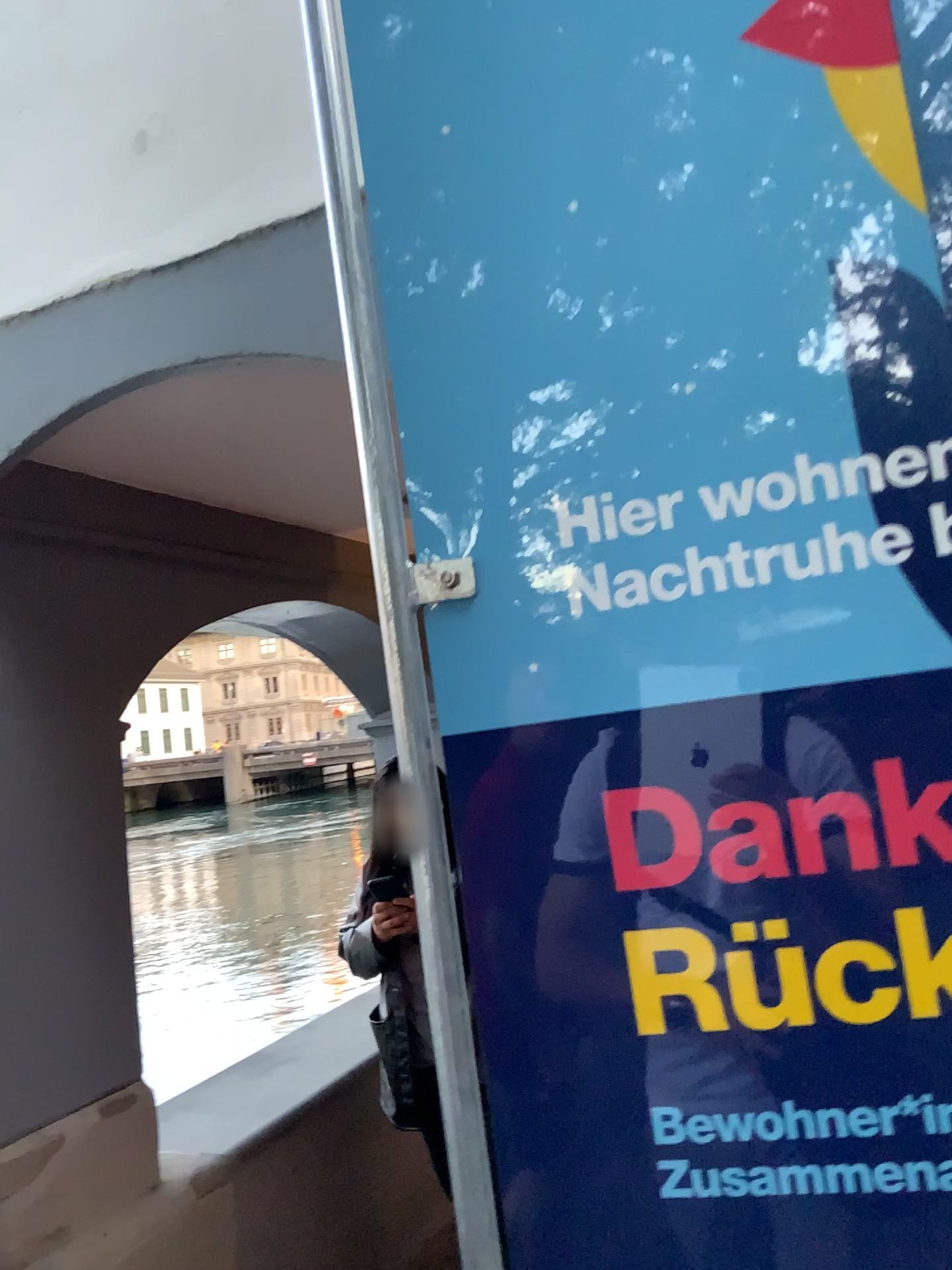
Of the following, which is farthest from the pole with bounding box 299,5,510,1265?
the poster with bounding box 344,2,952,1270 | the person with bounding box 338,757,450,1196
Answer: the person with bounding box 338,757,450,1196

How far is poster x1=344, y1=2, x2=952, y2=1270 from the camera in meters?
0.7

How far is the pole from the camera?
0.8 meters

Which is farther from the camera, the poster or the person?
the person

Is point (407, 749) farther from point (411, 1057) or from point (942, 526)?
point (411, 1057)

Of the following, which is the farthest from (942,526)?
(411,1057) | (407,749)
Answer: (411,1057)

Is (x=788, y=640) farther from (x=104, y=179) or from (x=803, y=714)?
(x=104, y=179)

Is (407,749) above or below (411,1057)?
above

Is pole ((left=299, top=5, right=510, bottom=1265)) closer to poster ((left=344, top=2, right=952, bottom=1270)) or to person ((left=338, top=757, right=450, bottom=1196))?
poster ((left=344, top=2, right=952, bottom=1270))
